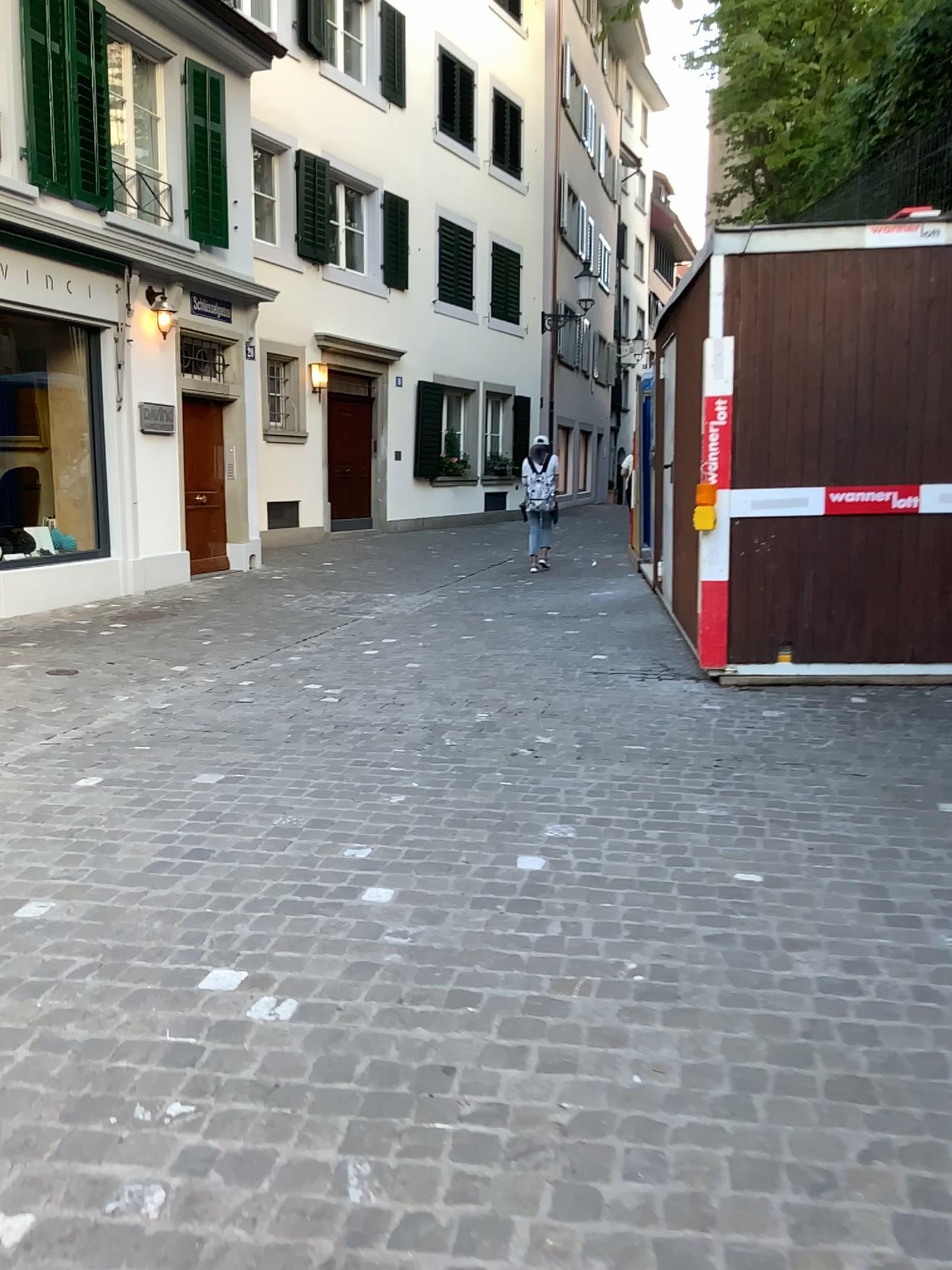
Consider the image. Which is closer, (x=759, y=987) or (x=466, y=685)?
(x=759, y=987)
